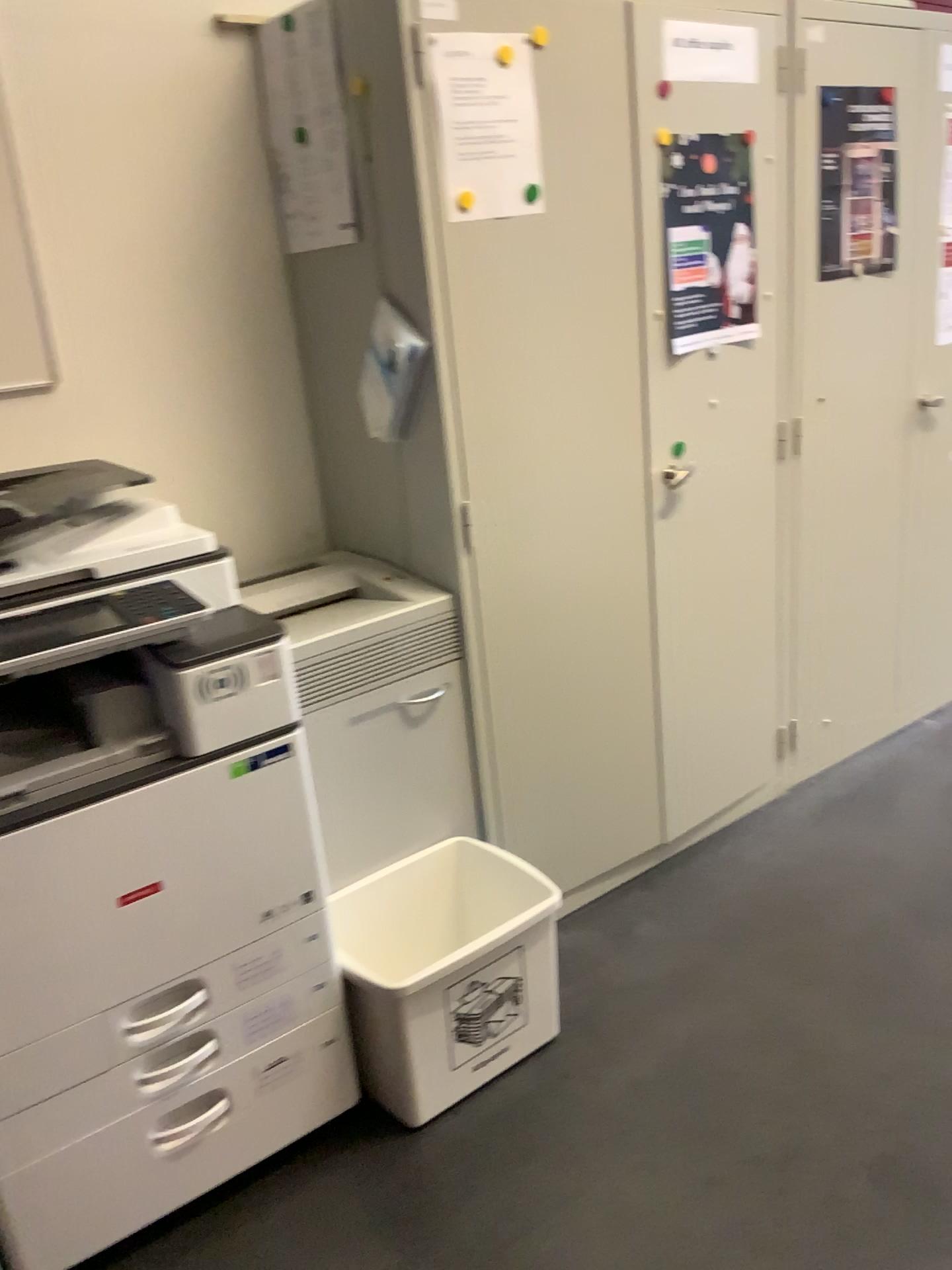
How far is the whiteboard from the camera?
1.9 meters

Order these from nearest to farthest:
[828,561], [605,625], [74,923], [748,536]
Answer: [74,923] → [605,625] → [748,536] → [828,561]

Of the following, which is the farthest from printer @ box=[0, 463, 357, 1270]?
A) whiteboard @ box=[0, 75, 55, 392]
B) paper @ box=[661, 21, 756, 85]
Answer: paper @ box=[661, 21, 756, 85]

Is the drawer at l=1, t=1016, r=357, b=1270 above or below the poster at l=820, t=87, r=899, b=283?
below

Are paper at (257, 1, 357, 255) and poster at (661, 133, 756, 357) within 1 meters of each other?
yes

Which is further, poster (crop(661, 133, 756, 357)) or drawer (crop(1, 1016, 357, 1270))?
poster (crop(661, 133, 756, 357))

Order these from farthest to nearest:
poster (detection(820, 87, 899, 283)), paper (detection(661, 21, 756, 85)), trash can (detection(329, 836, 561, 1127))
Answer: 1. poster (detection(820, 87, 899, 283))
2. paper (detection(661, 21, 756, 85))
3. trash can (detection(329, 836, 561, 1127))

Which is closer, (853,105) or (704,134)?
(704,134)

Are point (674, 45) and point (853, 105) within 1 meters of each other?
yes

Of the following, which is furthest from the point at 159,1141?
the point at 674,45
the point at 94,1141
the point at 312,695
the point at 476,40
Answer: the point at 674,45
